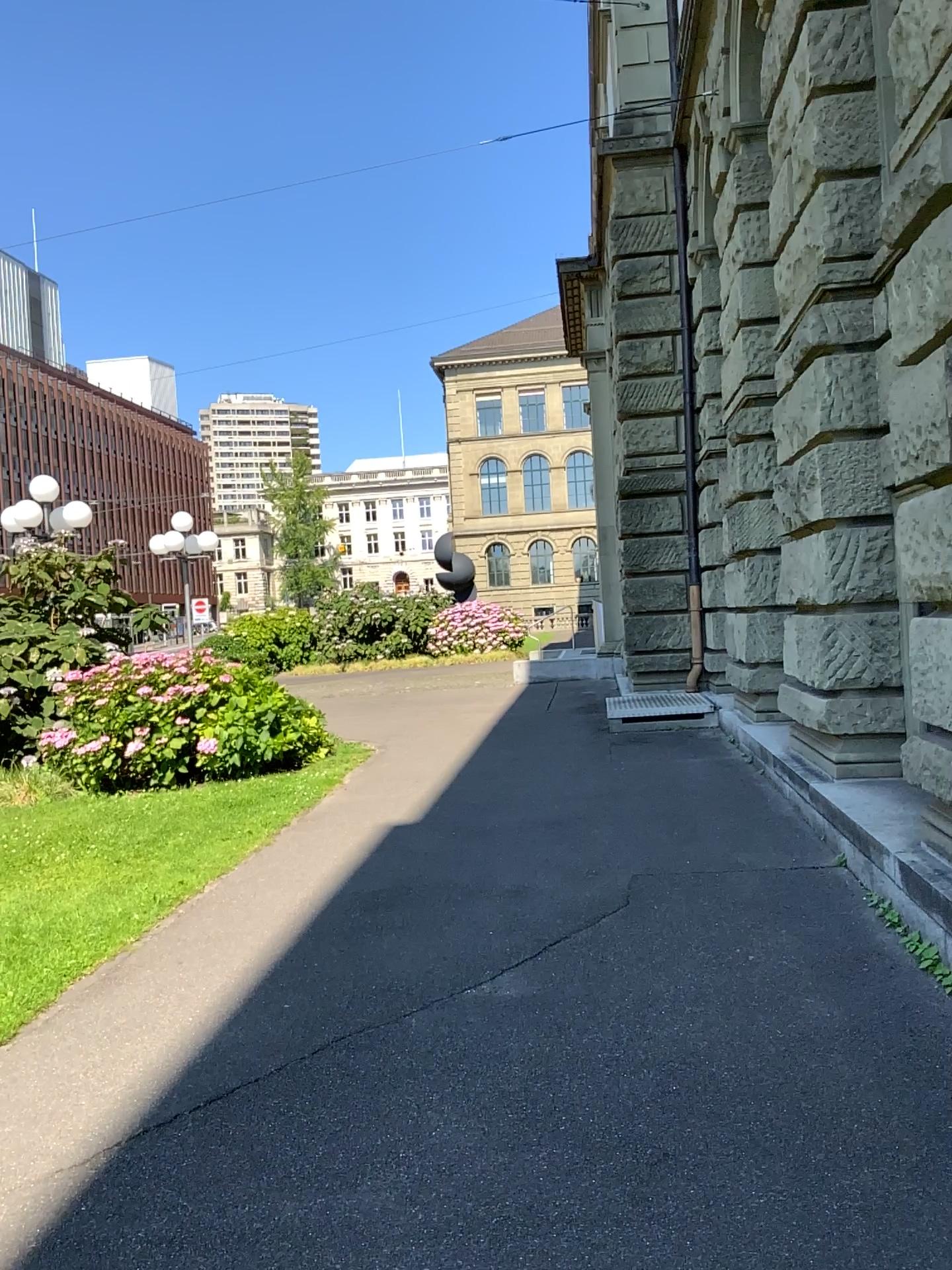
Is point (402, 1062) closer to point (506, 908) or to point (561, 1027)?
point (561, 1027)
